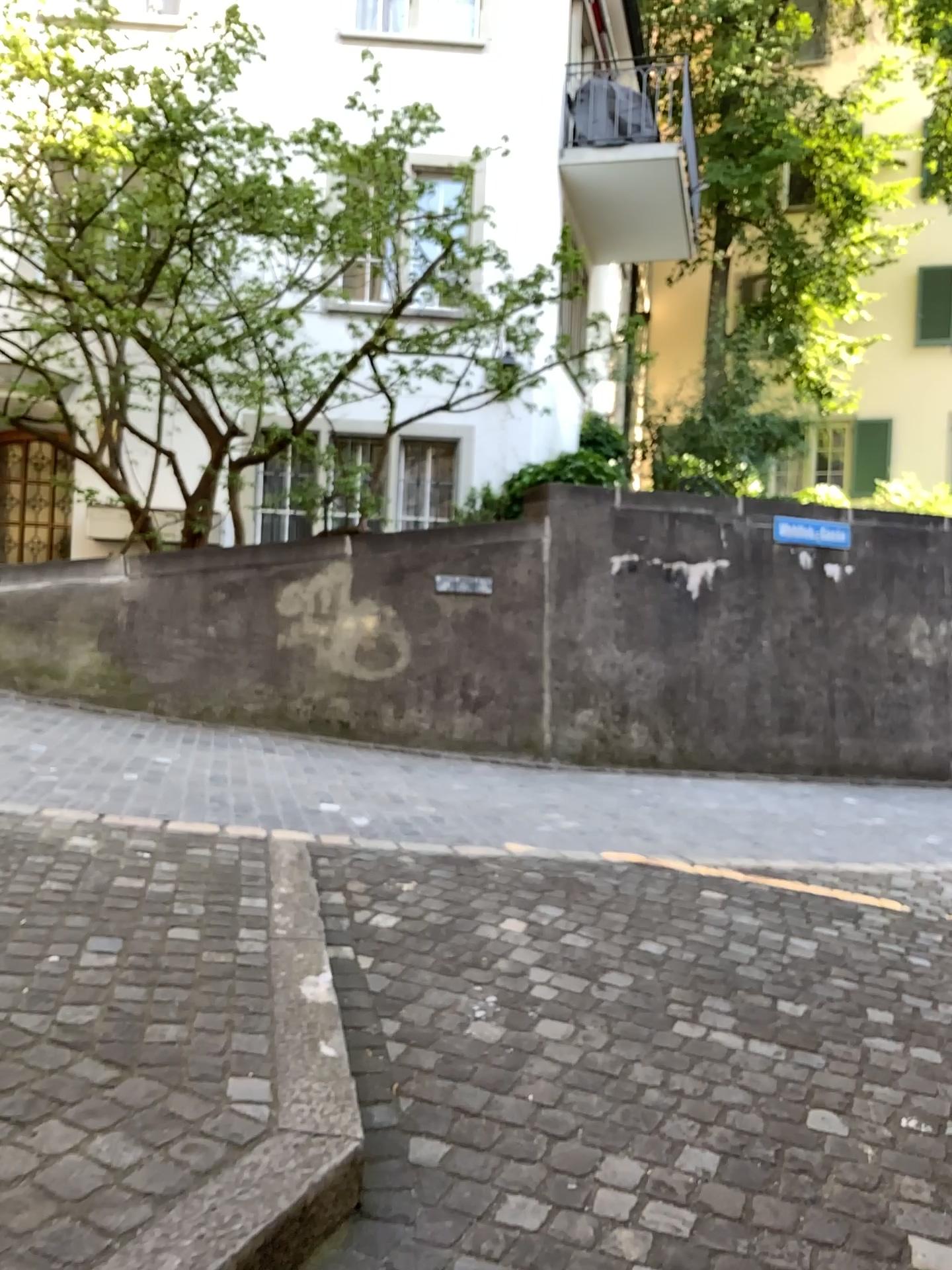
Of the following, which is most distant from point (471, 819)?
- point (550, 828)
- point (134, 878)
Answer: point (134, 878)
